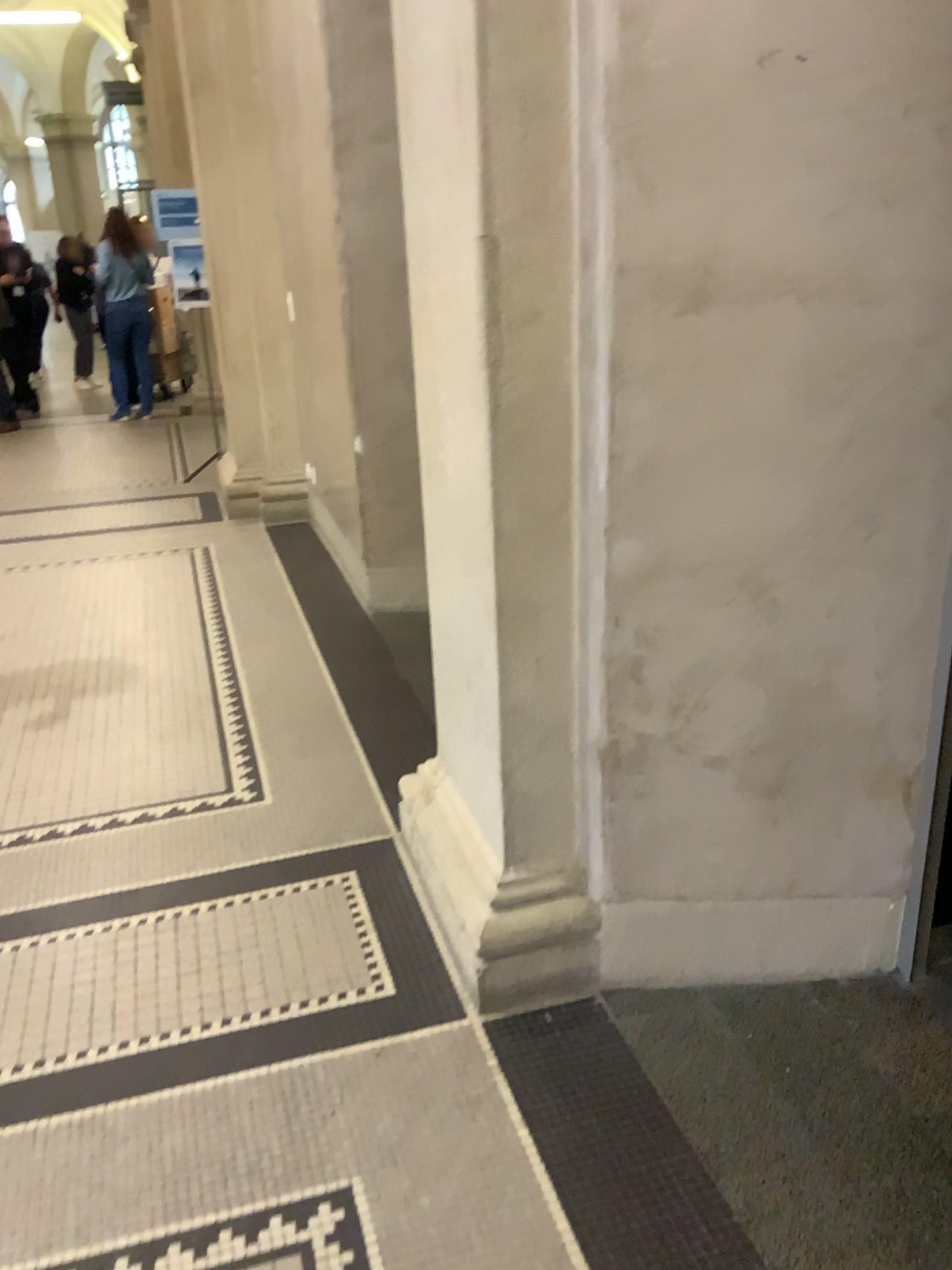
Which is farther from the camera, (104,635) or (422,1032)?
(104,635)

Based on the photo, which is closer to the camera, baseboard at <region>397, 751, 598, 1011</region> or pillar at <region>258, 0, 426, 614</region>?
baseboard at <region>397, 751, 598, 1011</region>

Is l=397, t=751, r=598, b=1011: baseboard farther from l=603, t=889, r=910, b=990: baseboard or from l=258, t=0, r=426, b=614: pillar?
l=258, t=0, r=426, b=614: pillar

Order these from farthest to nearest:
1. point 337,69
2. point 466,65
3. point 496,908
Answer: point 337,69
point 496,908
point 466,65

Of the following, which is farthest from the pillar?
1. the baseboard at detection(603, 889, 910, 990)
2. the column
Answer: the baseboard at detection(603, 889, 910, 990)

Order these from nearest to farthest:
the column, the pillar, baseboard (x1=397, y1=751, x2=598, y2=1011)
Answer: the column < baseboard (x1=397, y1=751, x2=598, y2=1011) < the pillar

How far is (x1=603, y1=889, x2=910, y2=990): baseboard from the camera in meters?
2.2

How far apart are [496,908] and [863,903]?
0.76m

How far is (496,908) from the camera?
2.1 meters
